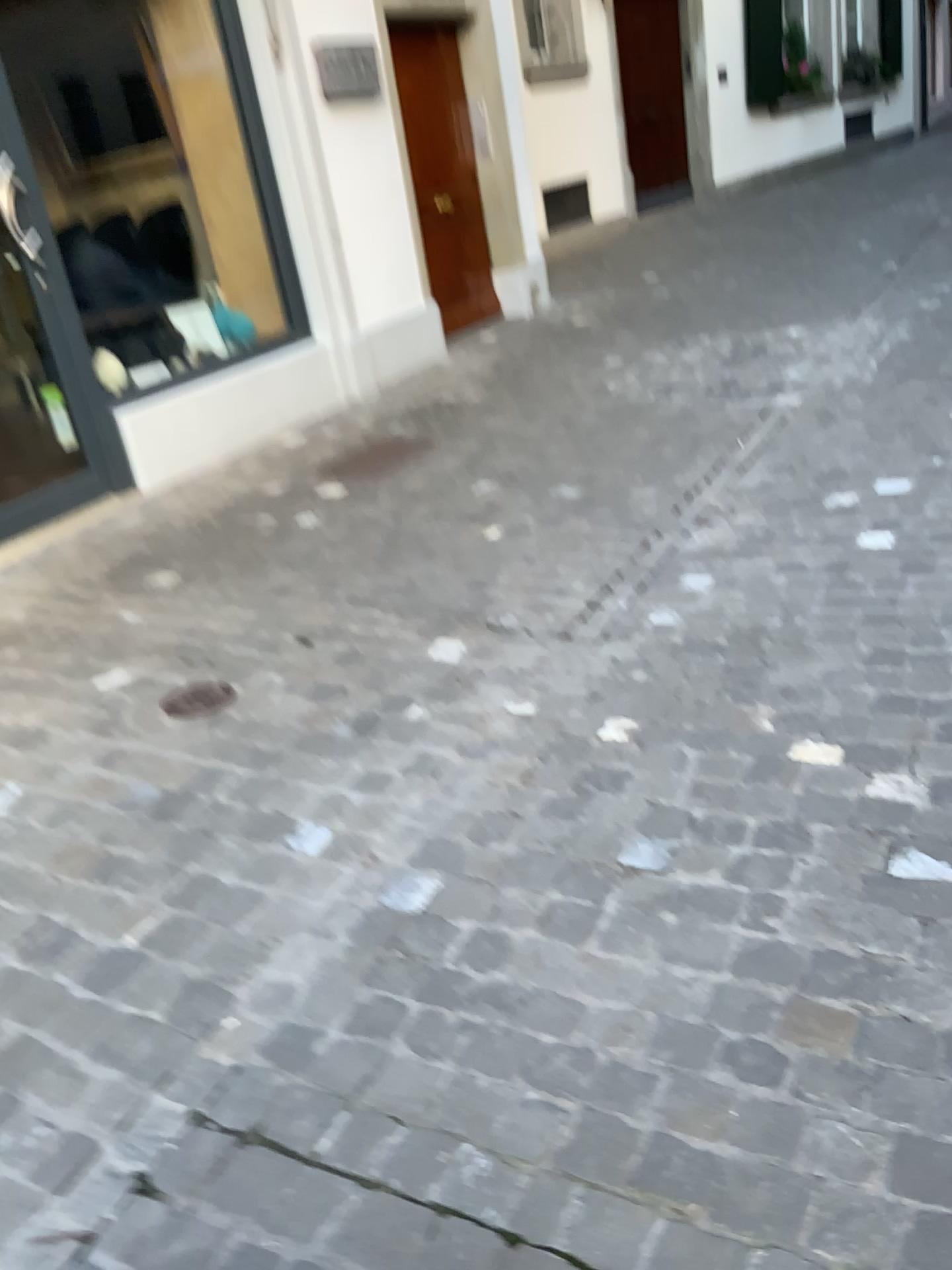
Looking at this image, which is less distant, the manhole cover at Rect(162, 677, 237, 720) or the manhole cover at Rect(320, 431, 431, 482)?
the manhole cover at Rect(162, 677, 237, 720)

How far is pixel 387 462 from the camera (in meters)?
4.39

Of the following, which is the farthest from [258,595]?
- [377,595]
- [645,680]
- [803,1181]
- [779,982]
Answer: [803,1181]

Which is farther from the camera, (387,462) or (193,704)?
(387,462)

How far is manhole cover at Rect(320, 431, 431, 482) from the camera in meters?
4.4 m
